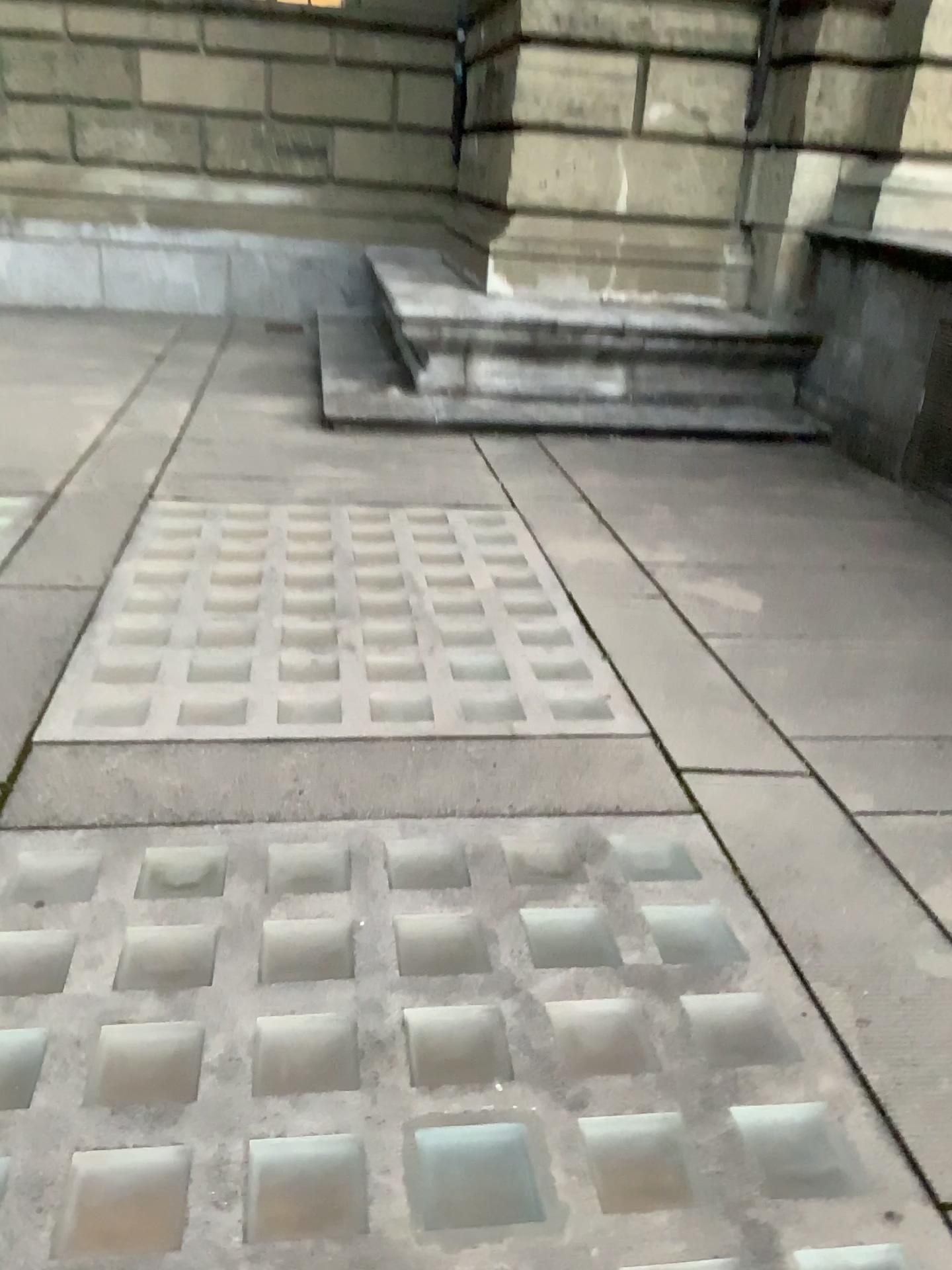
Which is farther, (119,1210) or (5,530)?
(5,530)

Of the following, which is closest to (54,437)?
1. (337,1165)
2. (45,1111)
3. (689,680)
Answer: (689,680)

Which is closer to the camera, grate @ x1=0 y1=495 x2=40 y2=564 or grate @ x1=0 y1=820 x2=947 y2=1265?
grate @ x1=0 y1=820 x2=947 y2=1265
